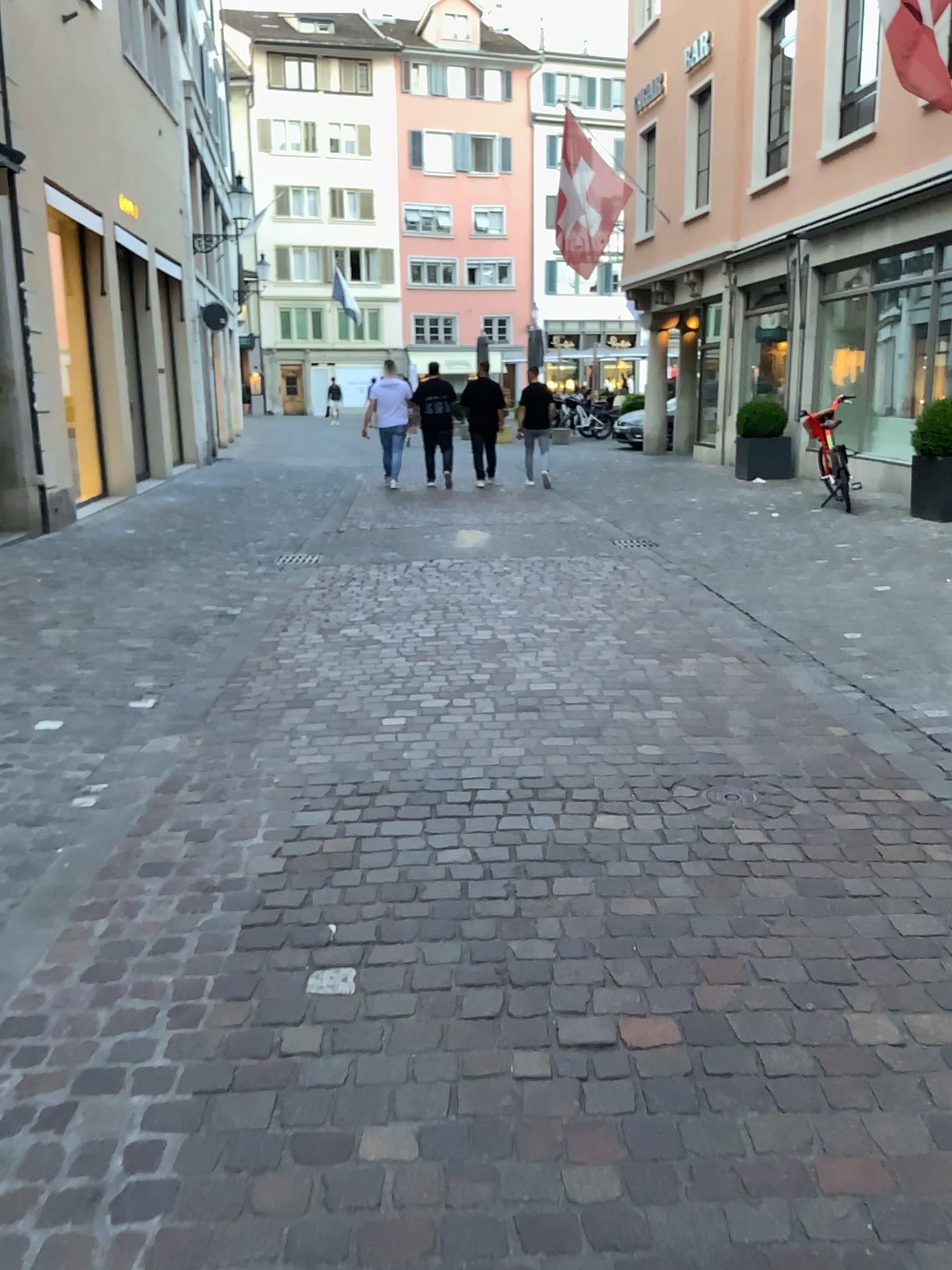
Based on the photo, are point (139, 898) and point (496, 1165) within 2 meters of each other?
yes
